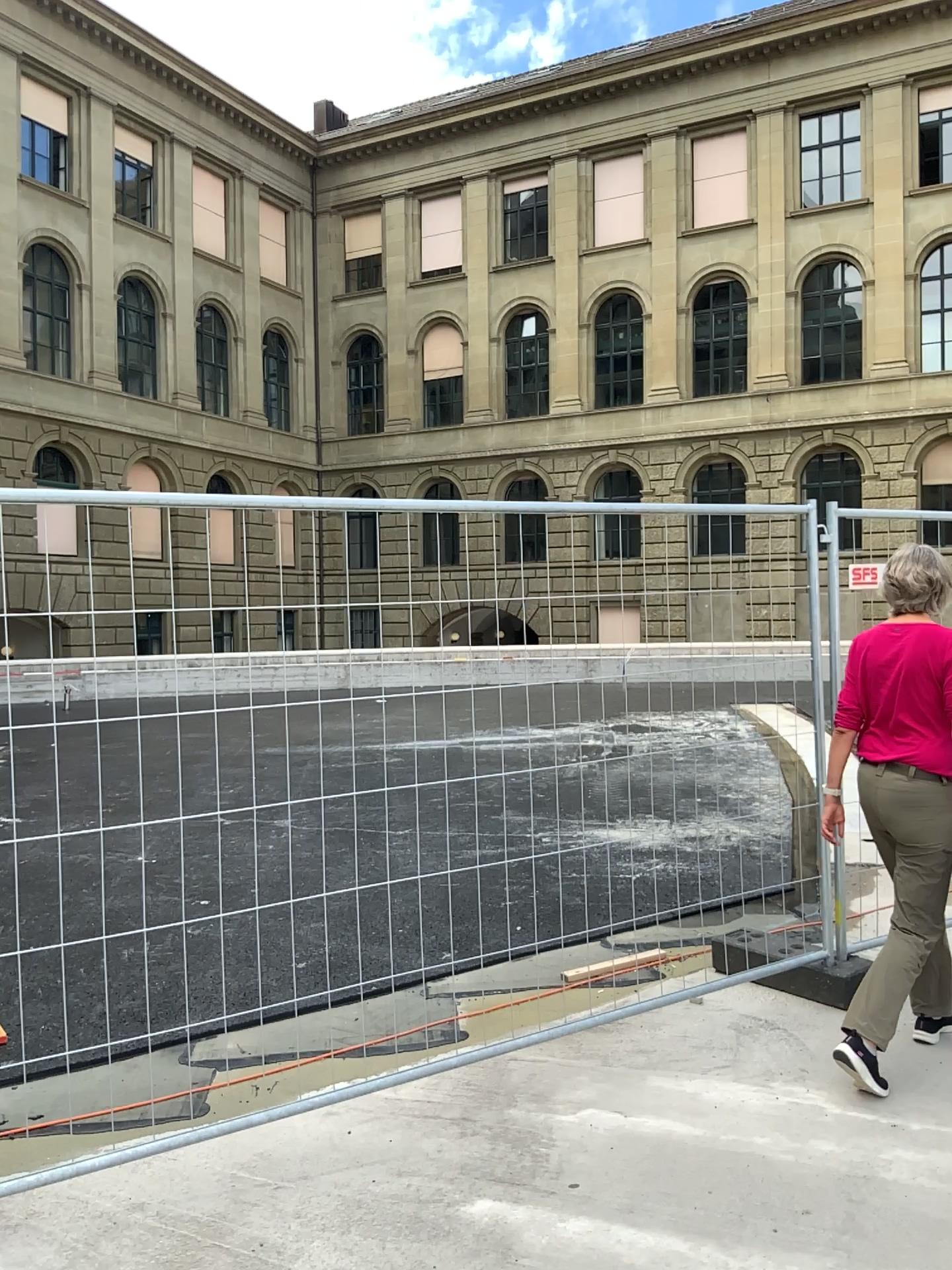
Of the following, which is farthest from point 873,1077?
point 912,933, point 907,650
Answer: point 907,650

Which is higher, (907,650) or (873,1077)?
(907,650)

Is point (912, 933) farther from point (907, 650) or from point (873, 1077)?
point (907, 650)

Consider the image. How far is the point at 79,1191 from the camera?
3.01m

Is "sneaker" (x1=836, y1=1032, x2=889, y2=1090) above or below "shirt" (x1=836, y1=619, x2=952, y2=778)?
below

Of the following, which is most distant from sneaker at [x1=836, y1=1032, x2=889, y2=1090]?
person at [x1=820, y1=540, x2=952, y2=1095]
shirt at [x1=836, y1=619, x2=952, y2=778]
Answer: shirt at [x1=836, y1=619, x2=952, y2=778]

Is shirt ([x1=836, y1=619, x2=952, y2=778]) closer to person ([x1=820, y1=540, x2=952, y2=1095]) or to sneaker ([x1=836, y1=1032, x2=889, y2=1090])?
person ([x1=820, y1=540, x2=952, y2=1095])
